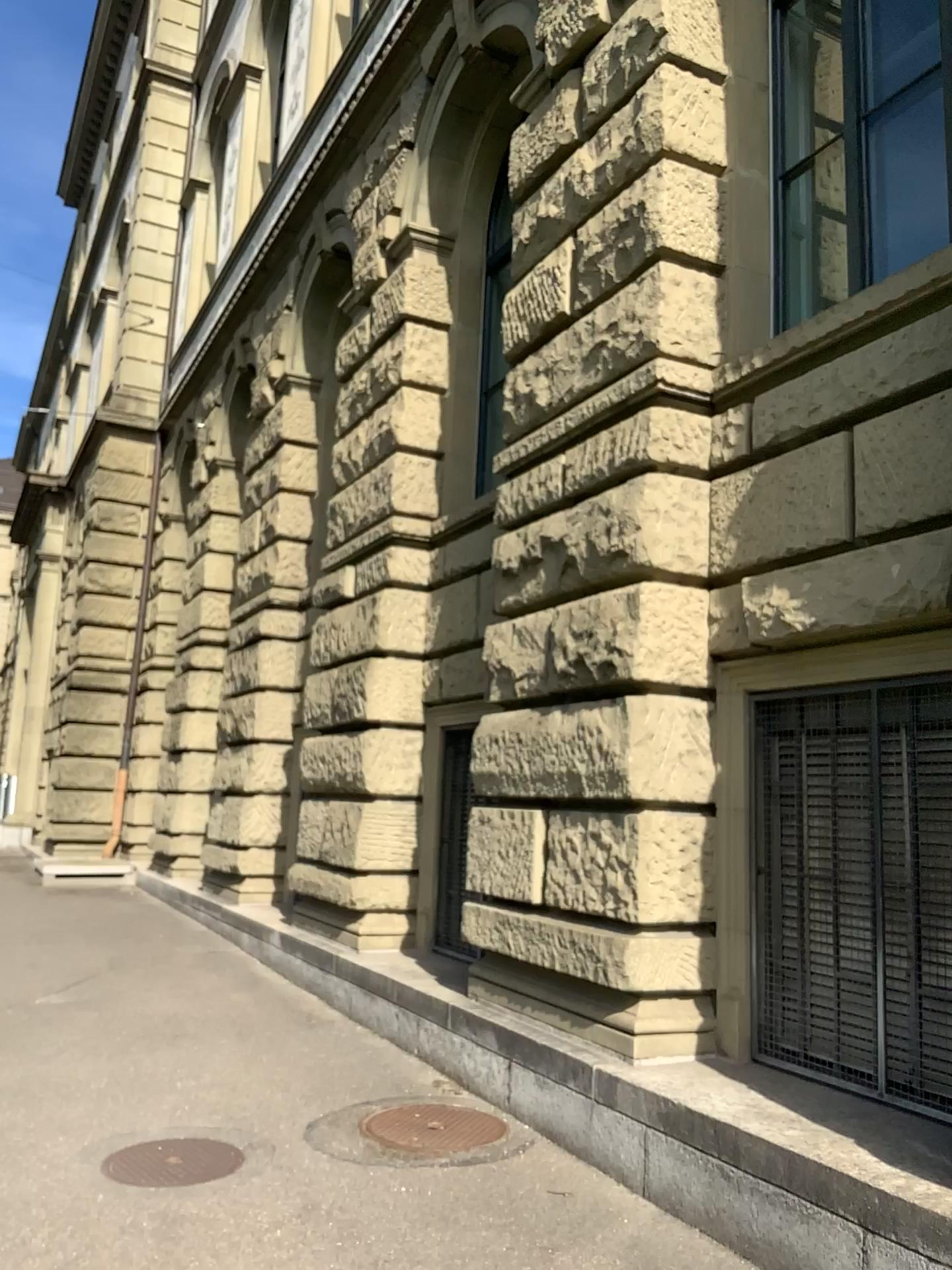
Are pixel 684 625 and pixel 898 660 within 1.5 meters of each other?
yes
